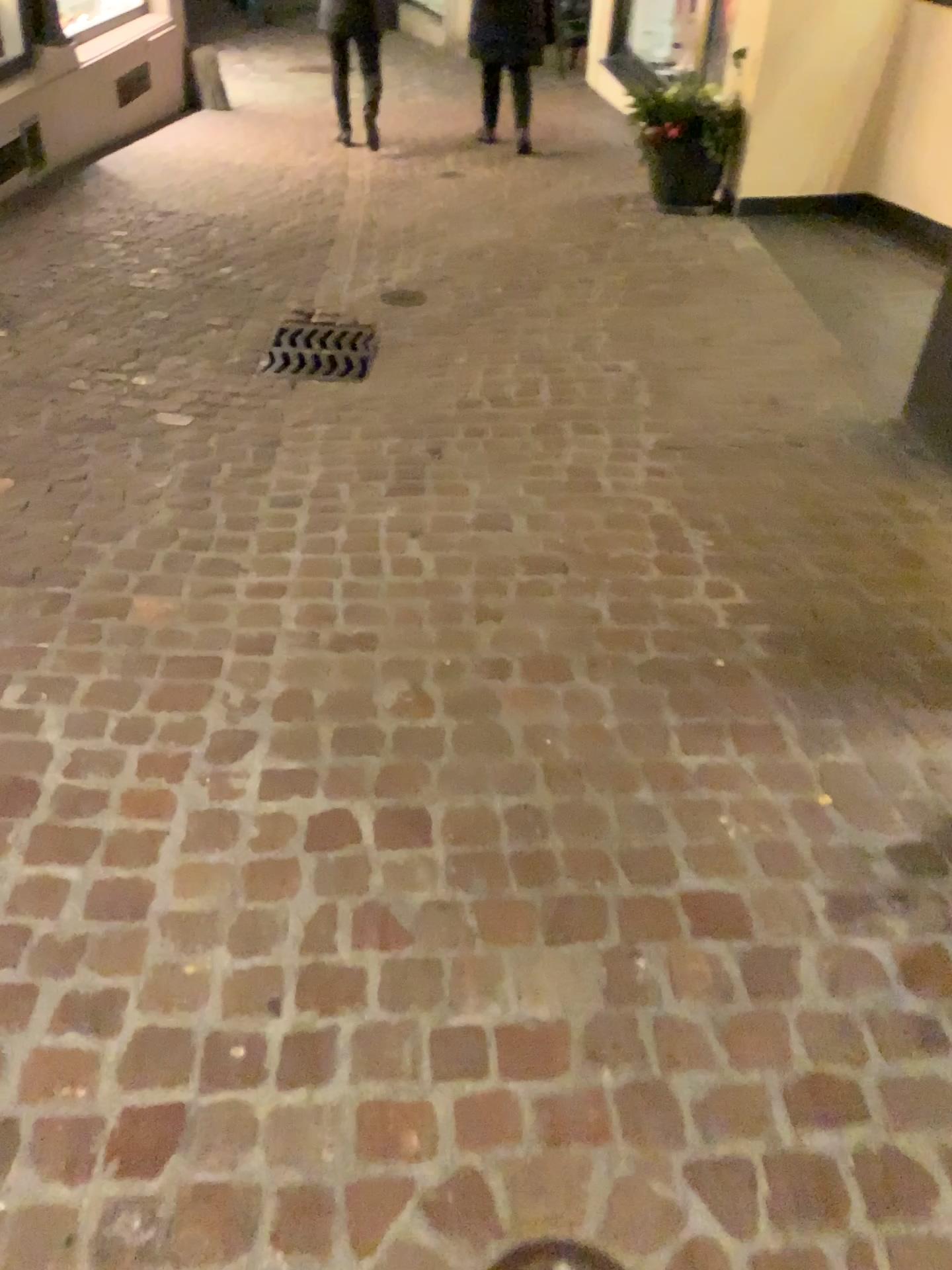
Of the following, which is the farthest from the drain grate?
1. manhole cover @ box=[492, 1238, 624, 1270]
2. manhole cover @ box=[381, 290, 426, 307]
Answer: manhole cover @ box=[492, 1238, 624, 1270]

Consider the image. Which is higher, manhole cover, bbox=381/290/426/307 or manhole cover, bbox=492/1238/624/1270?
manhole cover, bbox=492/1238/624/1270

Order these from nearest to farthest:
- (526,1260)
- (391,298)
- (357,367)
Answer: (526,1260), (357,367), (391,298)

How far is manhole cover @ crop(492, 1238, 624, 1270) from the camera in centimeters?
117cm

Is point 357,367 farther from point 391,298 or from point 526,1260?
point 526,1260

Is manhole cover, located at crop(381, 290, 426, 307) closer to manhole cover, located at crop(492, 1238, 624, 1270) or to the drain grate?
the drain grate

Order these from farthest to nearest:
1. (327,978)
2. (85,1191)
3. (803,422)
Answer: (803,422) → (327,978) → (85,1191)

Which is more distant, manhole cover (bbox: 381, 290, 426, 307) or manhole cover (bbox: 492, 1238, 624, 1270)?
manhole cover (bbox: 381, 290, 426, 307)

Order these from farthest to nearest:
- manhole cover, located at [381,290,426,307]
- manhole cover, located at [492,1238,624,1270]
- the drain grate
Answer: manhole cover, located at [381,290,426,307] < the drain grate < manhole cover, located at [492,1238,624,1270]

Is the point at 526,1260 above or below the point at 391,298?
above
